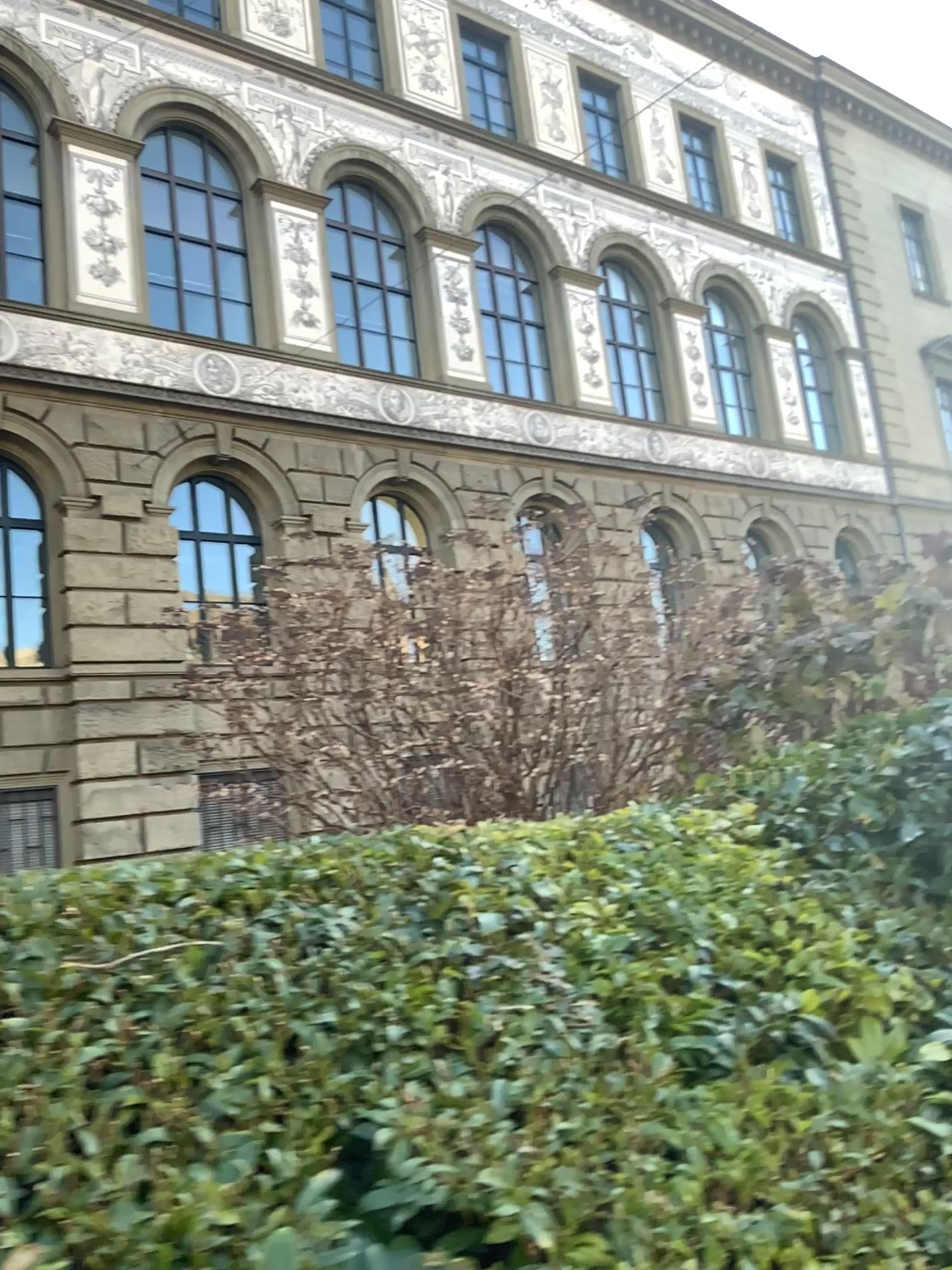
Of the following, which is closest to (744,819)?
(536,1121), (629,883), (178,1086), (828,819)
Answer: (828,819)
